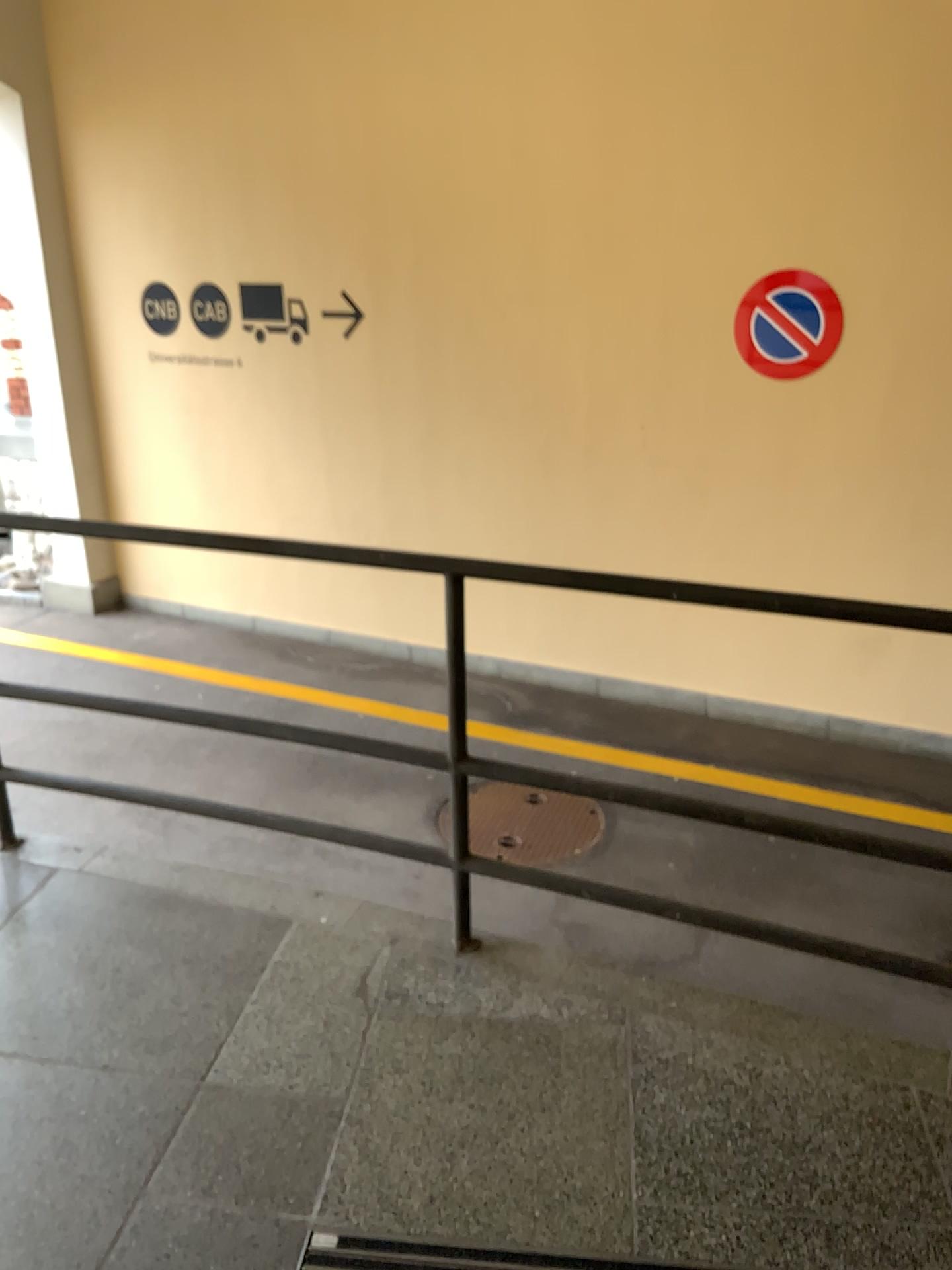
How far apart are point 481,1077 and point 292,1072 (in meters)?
0.37
